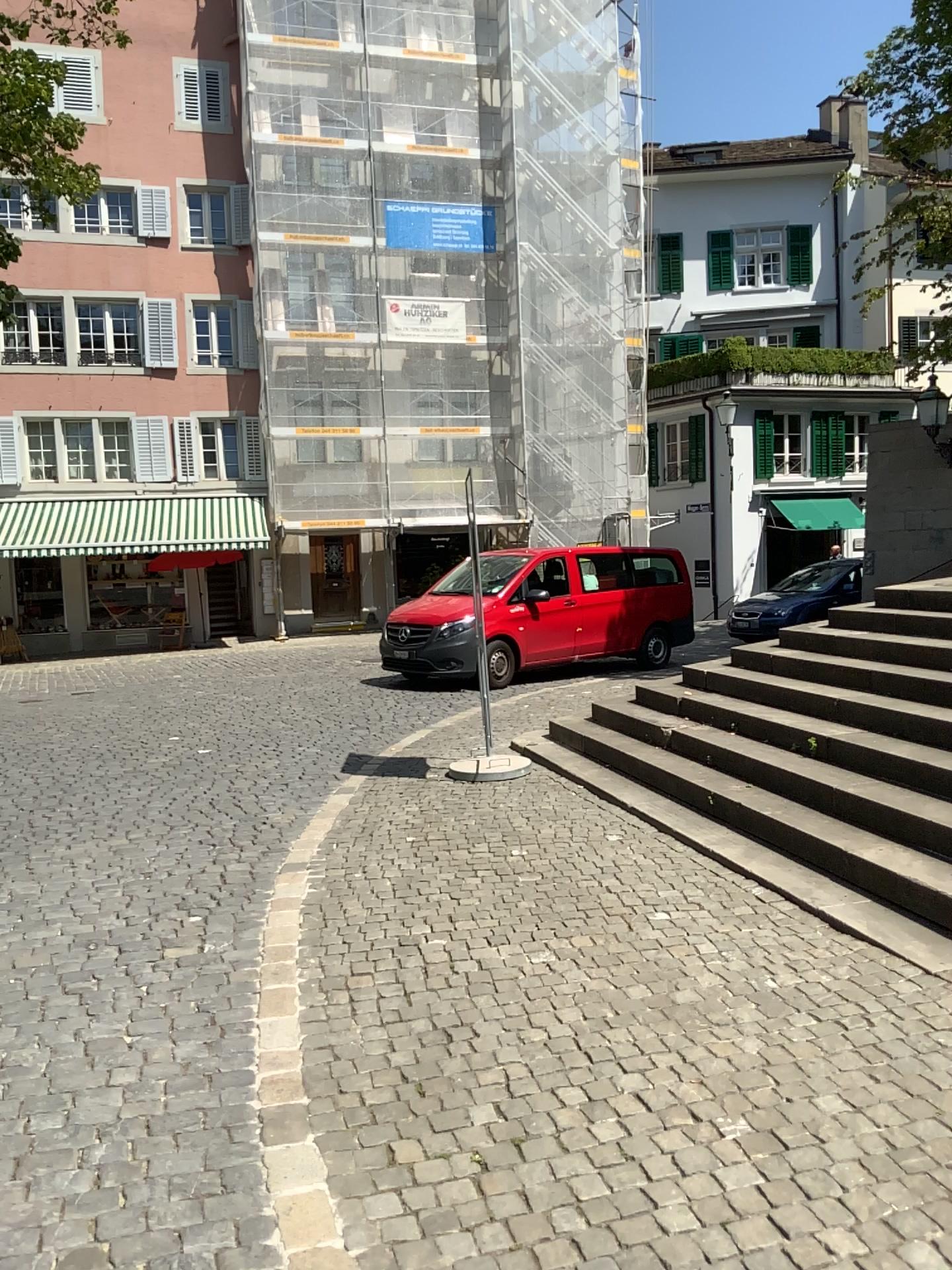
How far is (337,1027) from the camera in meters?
3.8 m
